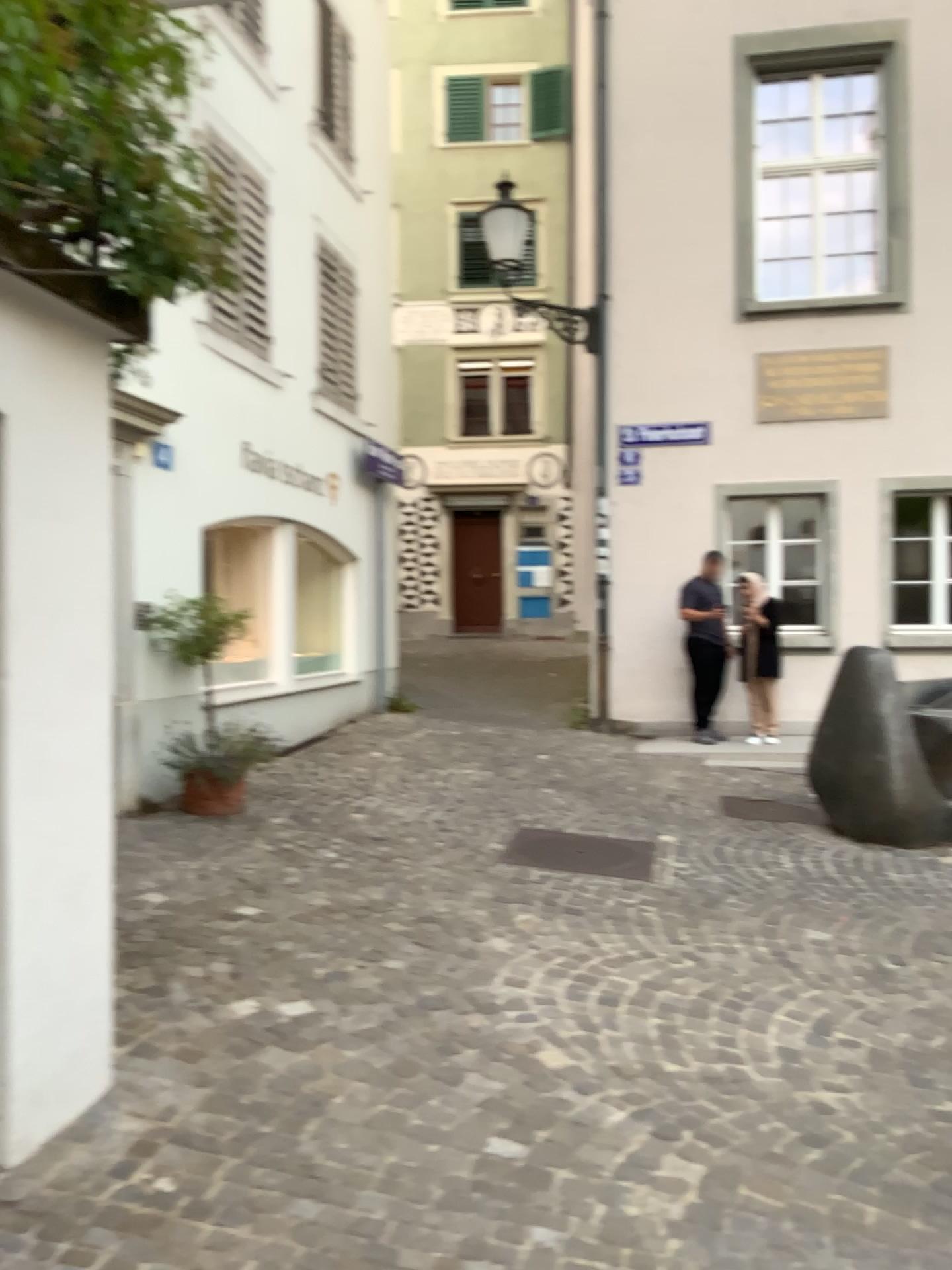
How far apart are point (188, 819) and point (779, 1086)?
3.7 meters
